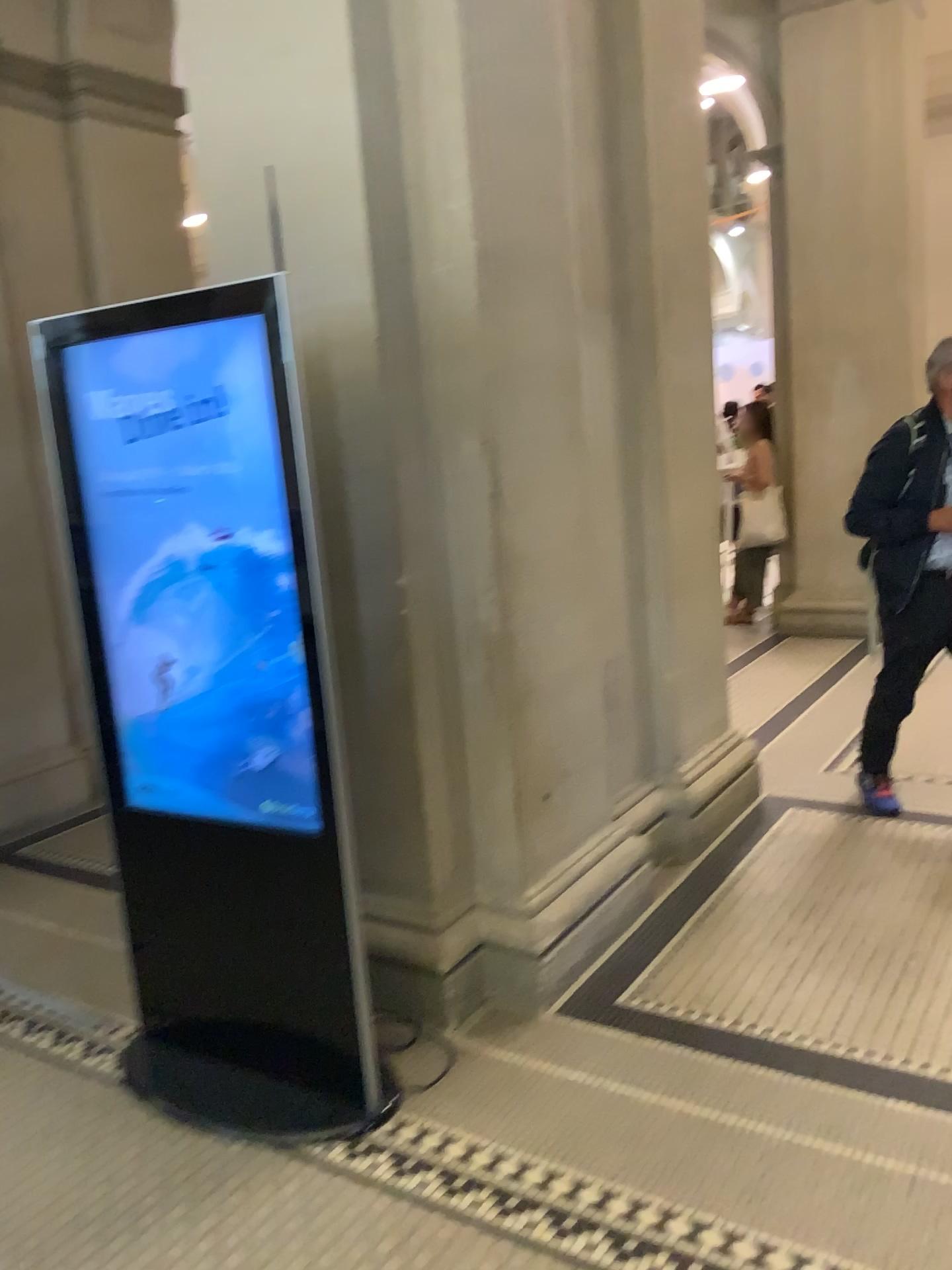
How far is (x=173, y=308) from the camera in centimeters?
222cm

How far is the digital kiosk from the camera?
2.2 meters

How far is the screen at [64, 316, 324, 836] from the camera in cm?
221

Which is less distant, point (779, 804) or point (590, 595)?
point (590, 595)

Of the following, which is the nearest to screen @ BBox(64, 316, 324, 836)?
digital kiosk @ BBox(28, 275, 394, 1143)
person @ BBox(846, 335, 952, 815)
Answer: digital kiosk @ BBox(28, 275, 394, 1143)

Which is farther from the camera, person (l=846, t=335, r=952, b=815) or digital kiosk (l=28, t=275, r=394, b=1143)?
person (l=846, t=335, r=952, b=815)

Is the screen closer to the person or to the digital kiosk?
the digital kiosk

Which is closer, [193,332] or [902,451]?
[193,332]

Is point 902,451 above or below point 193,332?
below
